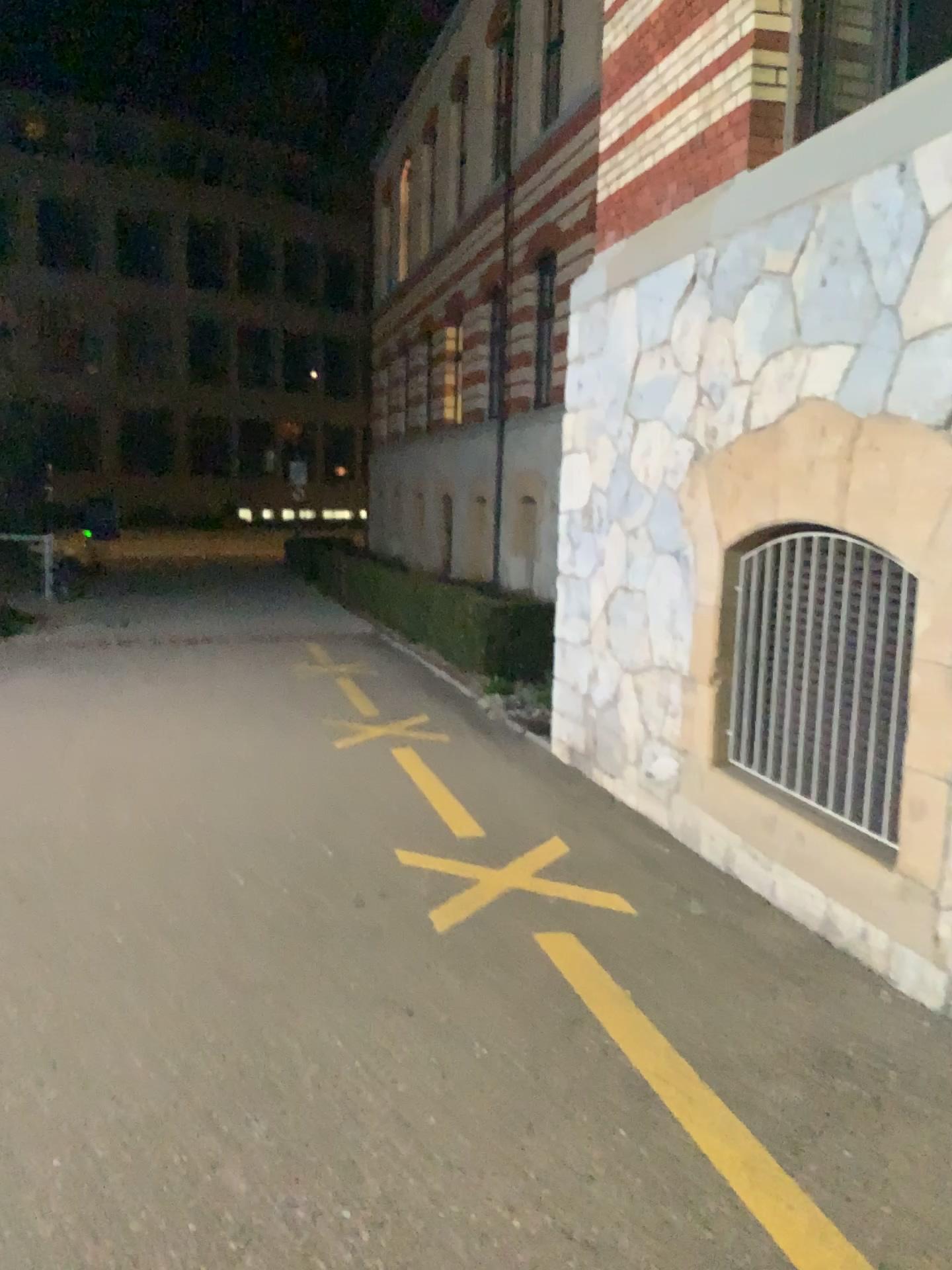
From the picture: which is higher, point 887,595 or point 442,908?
point 887,595

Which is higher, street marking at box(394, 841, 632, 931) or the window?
the window

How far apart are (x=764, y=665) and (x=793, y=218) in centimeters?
176cm
